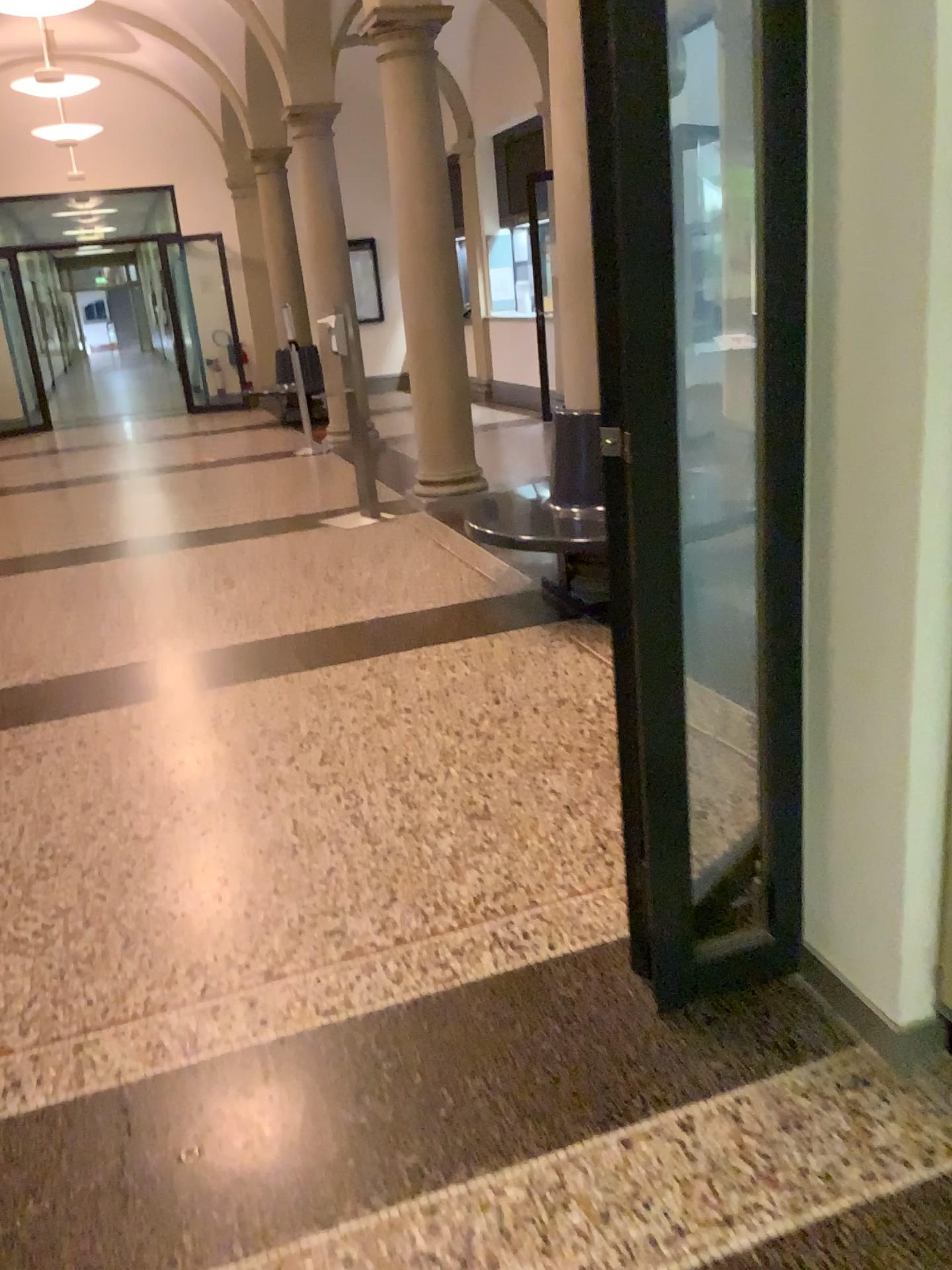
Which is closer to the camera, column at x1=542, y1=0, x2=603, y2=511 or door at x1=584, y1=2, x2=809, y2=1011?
door at x1=584, y1=2, x2=809, y2=1011

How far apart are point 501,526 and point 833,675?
2.70m

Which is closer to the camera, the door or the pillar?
the door

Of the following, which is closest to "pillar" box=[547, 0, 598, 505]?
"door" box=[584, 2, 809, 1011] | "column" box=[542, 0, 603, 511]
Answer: "column" box=[542, 0, 603, 511]

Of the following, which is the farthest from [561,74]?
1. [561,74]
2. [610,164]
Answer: [610,164]

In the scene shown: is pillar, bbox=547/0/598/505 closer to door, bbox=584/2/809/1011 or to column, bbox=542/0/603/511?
→ column, bbox=542/0/603/511

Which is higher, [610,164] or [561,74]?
[561,74]

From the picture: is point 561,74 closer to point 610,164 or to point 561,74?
point 561,74
